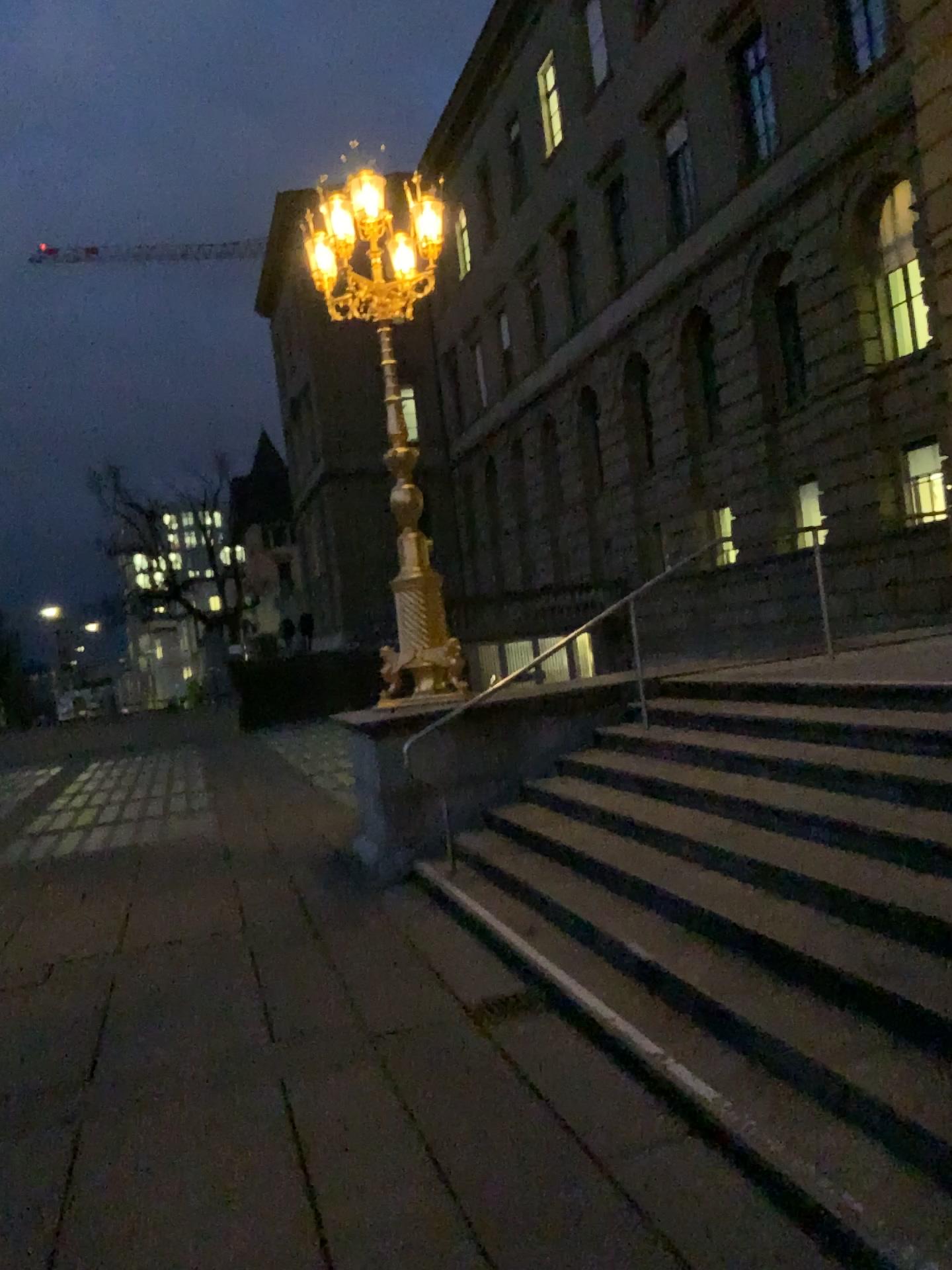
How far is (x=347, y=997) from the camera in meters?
4.8
